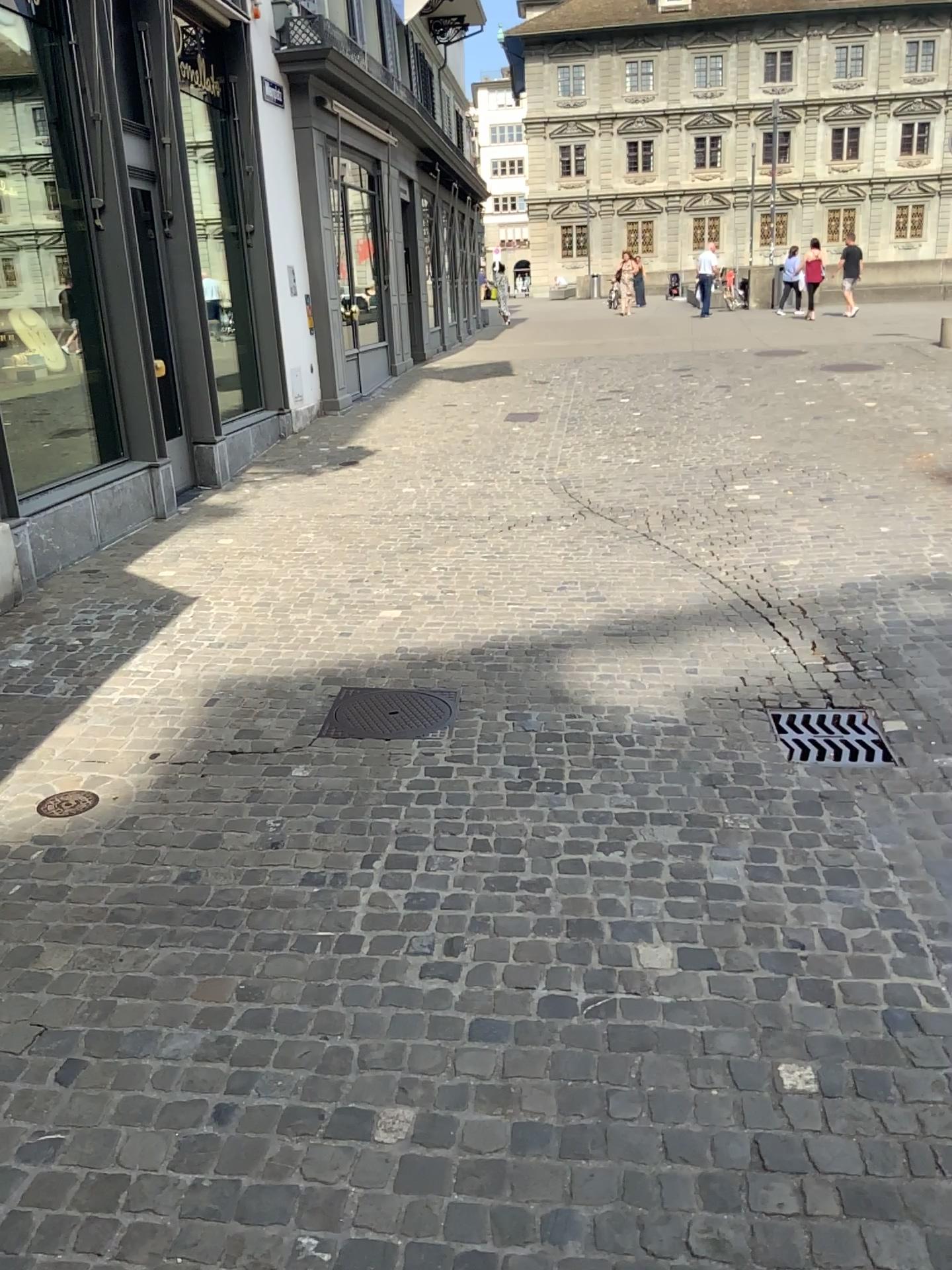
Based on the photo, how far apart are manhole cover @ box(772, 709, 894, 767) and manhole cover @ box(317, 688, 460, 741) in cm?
127

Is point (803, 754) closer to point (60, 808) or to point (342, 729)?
point (342, 729)

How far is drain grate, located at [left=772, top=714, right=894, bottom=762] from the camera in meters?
3.8

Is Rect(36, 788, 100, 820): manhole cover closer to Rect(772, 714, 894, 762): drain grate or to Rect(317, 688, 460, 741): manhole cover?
Rect(317, 688, 460, 741): manhole cover

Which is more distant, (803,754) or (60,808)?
(803,754)

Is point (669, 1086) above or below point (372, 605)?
below

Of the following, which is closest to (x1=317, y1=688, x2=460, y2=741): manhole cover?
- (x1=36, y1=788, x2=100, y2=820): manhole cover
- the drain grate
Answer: (x1=36, y1=788, x2=100, y2=820): manhole cover

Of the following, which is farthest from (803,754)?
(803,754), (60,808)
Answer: (60,808)

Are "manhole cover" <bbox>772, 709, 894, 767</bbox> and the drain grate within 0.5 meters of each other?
yes

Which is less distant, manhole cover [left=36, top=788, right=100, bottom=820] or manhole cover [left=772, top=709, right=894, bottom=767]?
manhole cover [left=36, top=788, right=100, bottom=820]
